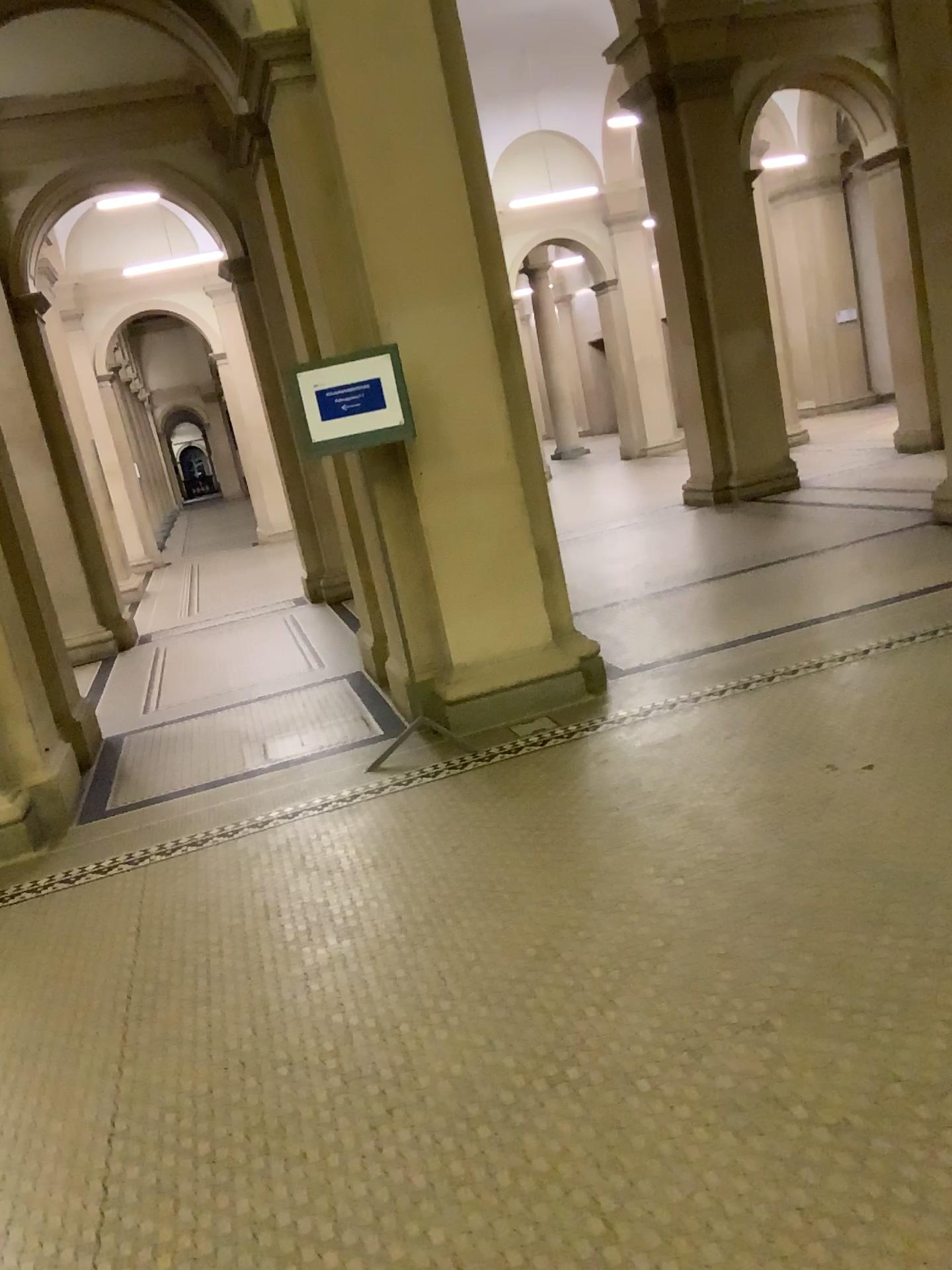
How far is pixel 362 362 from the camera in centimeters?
457cm

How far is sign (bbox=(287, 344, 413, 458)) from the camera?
A: 4.6 meters

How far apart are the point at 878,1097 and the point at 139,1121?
1.66m
